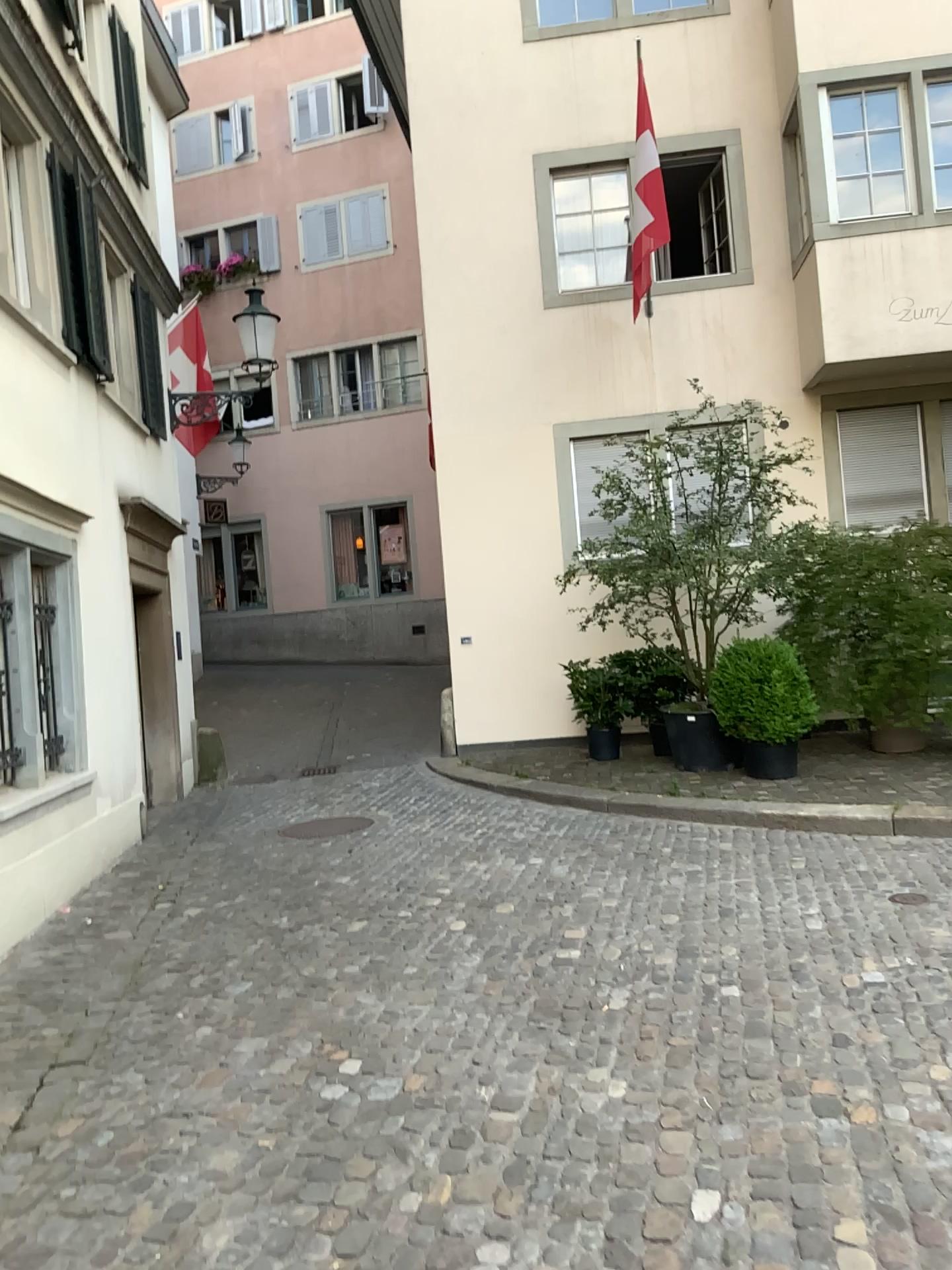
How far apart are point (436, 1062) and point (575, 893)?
2.0m
